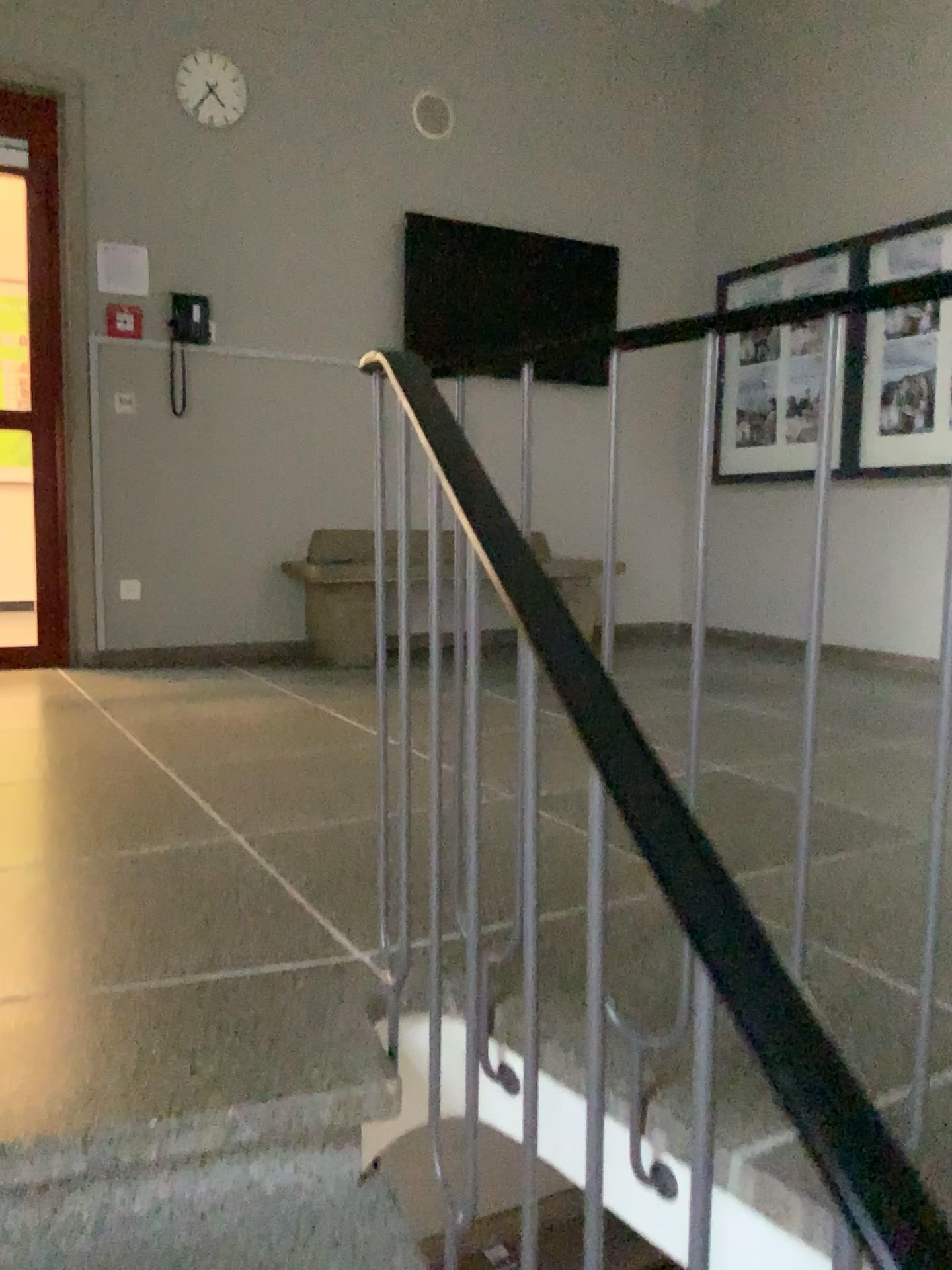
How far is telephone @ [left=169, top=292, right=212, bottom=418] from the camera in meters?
4.7 m

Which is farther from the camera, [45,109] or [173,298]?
A: [173,298]

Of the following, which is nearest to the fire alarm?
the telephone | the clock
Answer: the telephone

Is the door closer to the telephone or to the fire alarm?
the fire alarm

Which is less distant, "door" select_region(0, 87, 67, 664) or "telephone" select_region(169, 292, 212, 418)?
"door" select_region(0, 87, 67, 664)

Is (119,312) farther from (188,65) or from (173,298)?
(188,65)

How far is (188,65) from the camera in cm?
454

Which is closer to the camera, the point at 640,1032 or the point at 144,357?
the point at 640,1032

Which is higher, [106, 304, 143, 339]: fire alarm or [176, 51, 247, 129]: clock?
[176, 51, 247, 129]: clock

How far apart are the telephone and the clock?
0.8m
